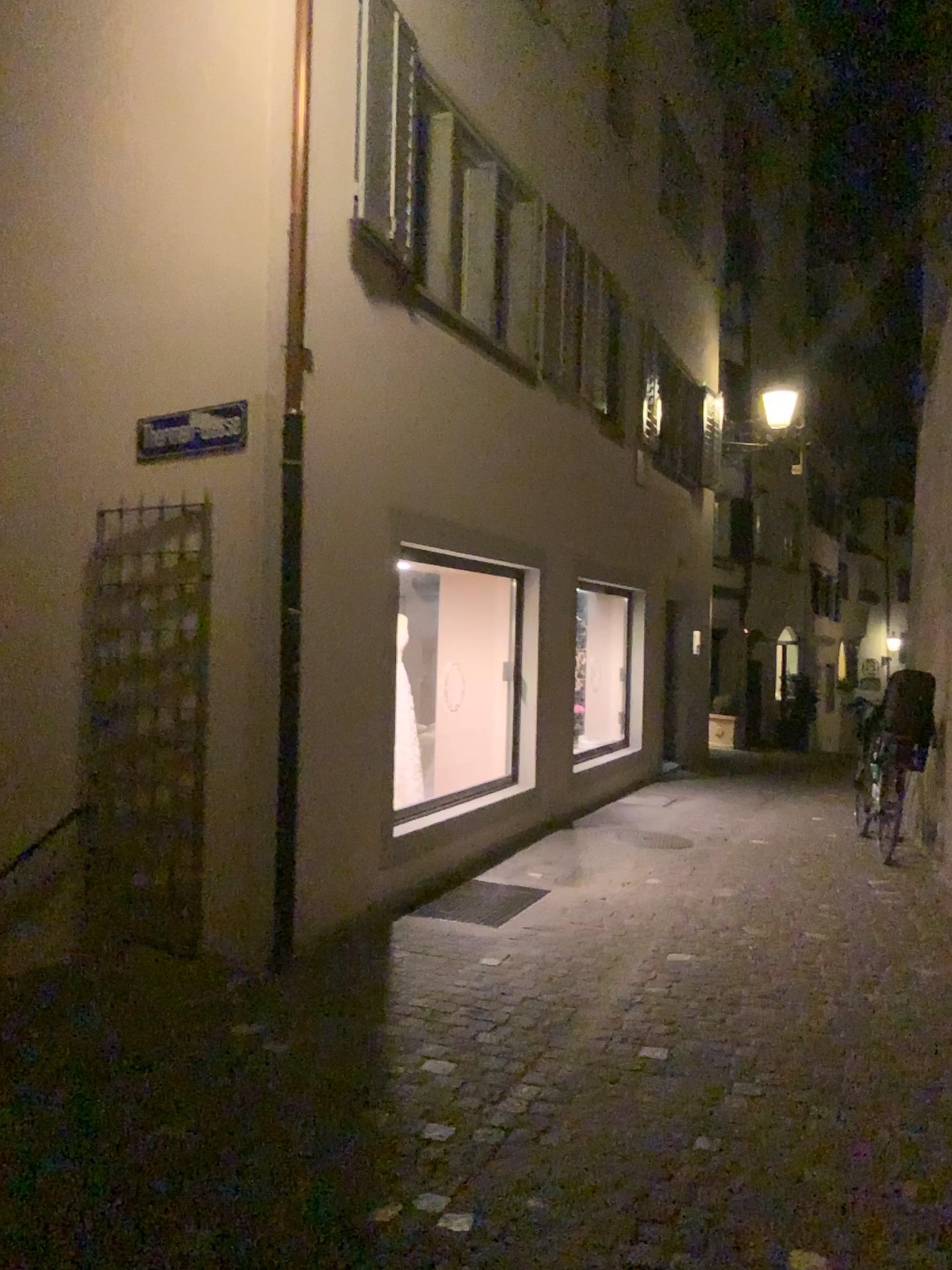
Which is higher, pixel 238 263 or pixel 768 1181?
pixel 238 263
